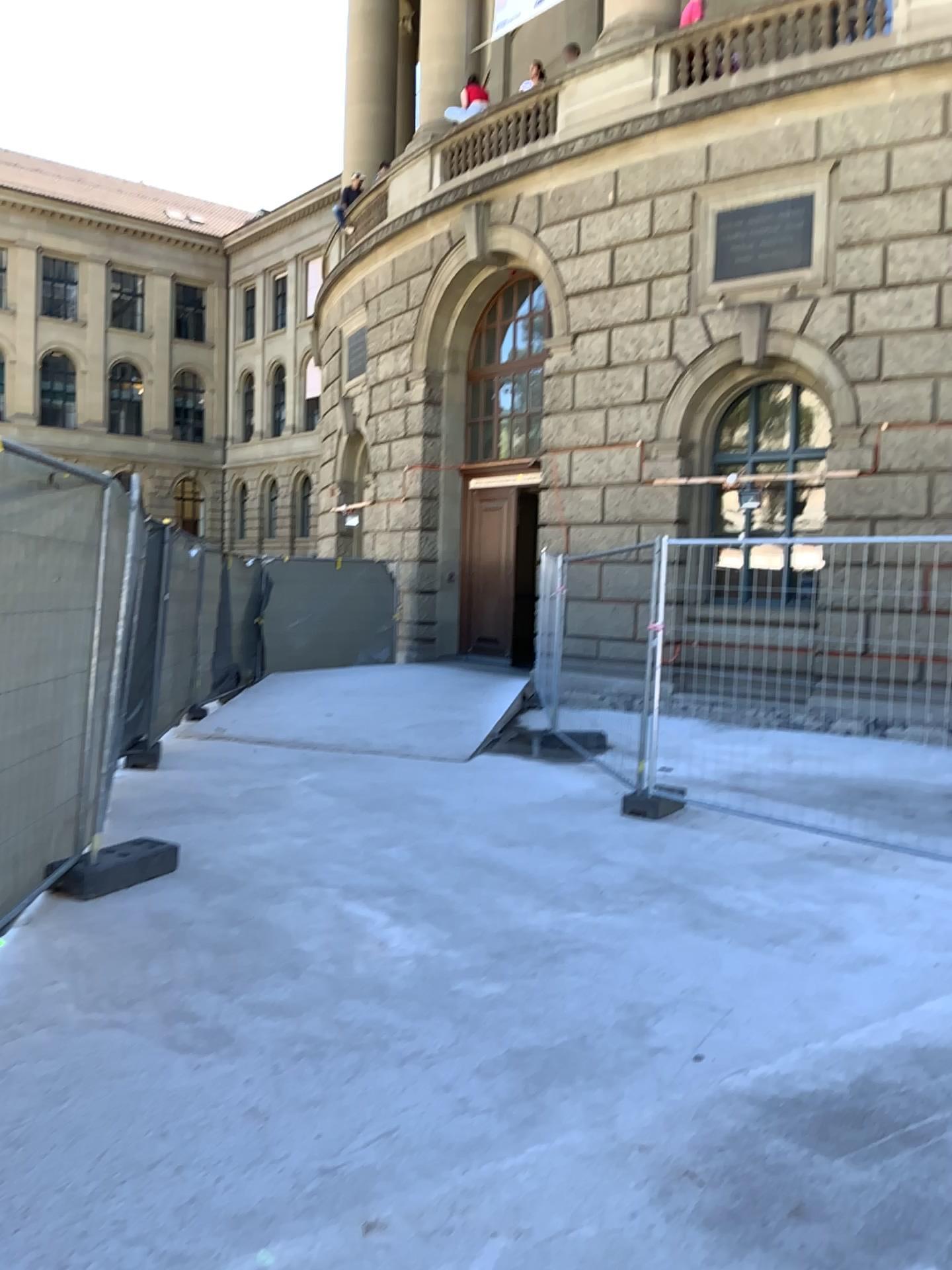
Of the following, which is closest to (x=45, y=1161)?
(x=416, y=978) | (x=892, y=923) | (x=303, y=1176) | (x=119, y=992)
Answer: (x=303, y=1176)
